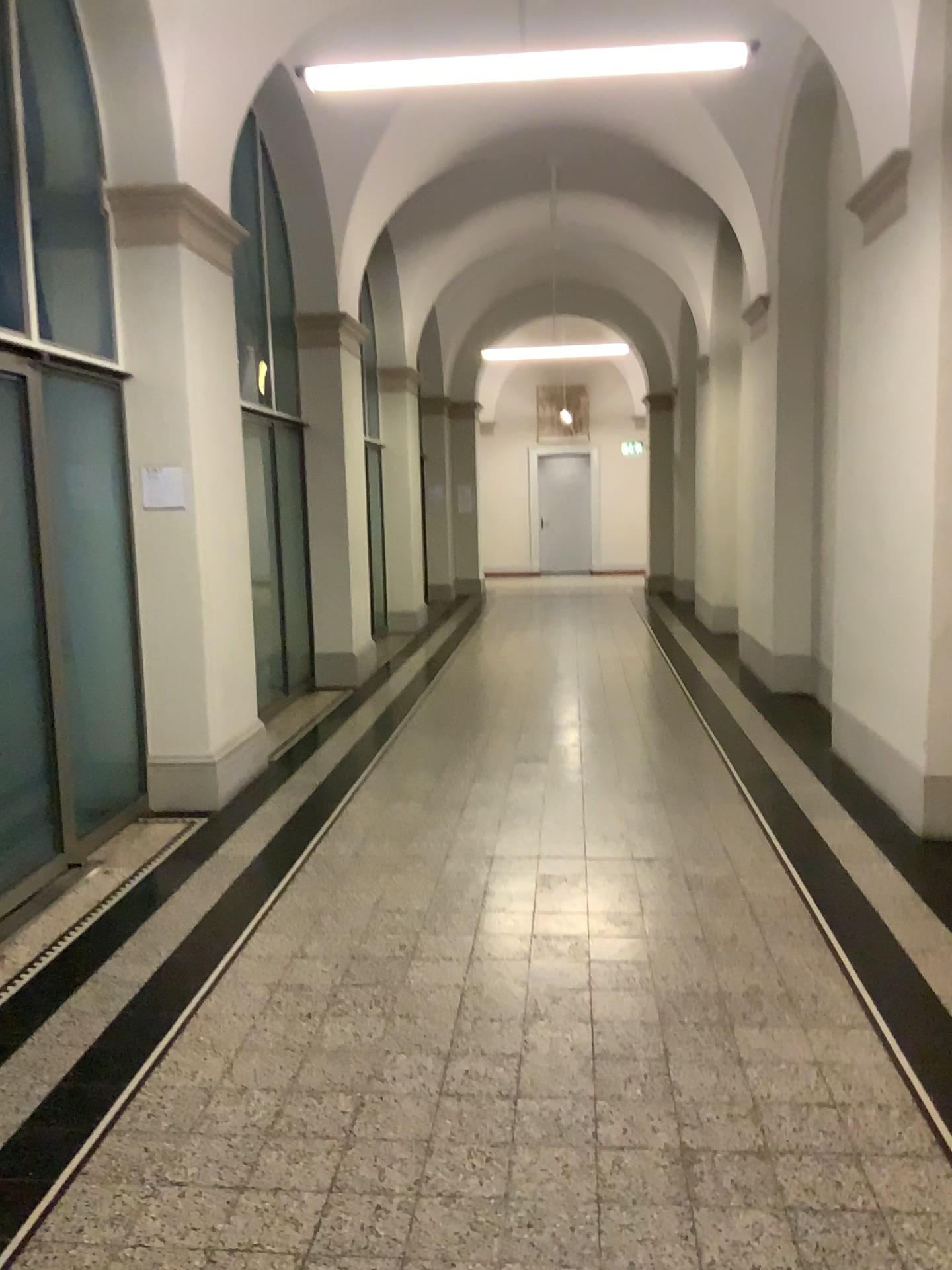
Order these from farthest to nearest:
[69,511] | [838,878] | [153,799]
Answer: [153,799]
[69,511]
[838,878]
